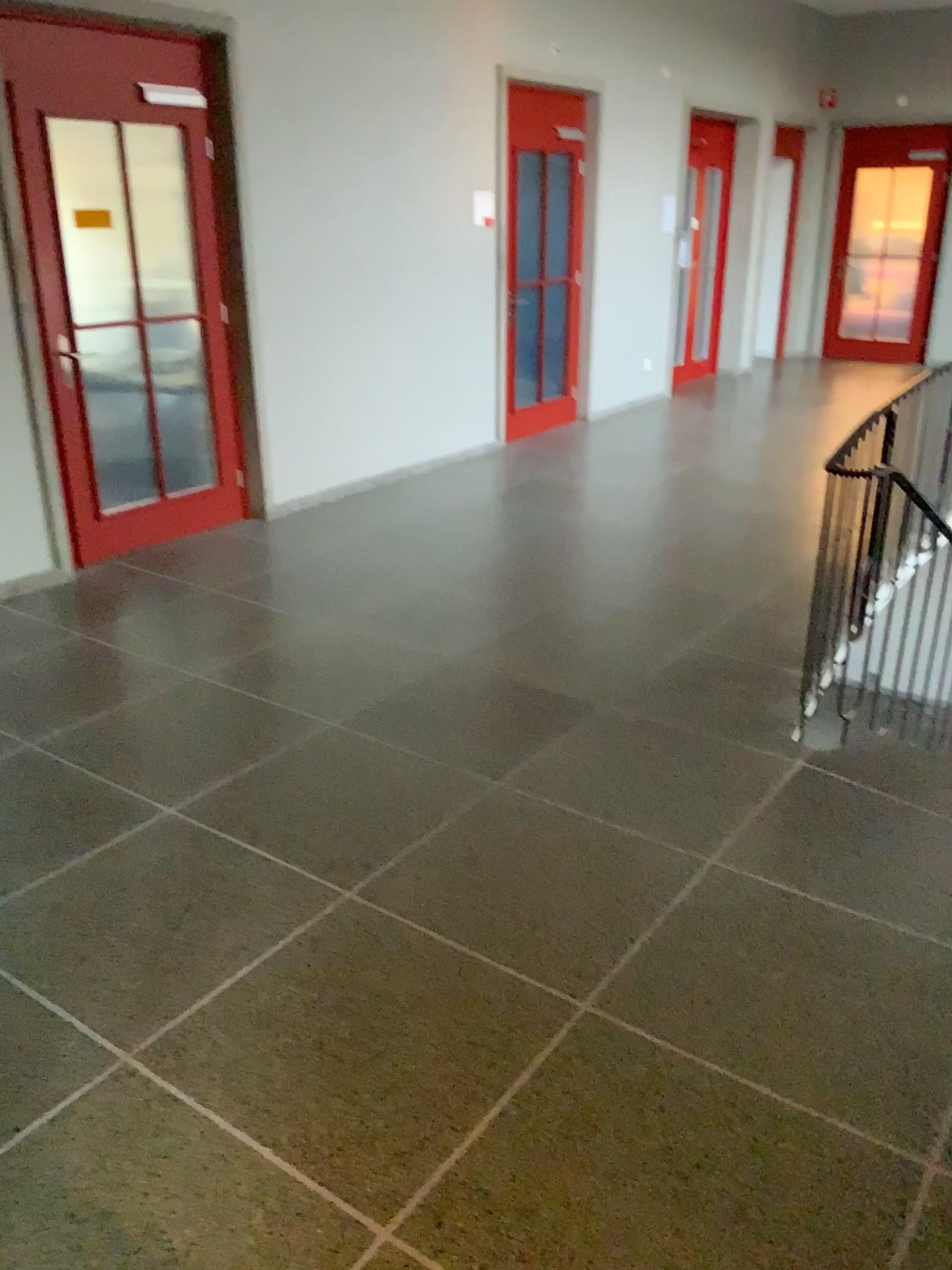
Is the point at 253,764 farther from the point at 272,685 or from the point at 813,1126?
the point at 813,1126
